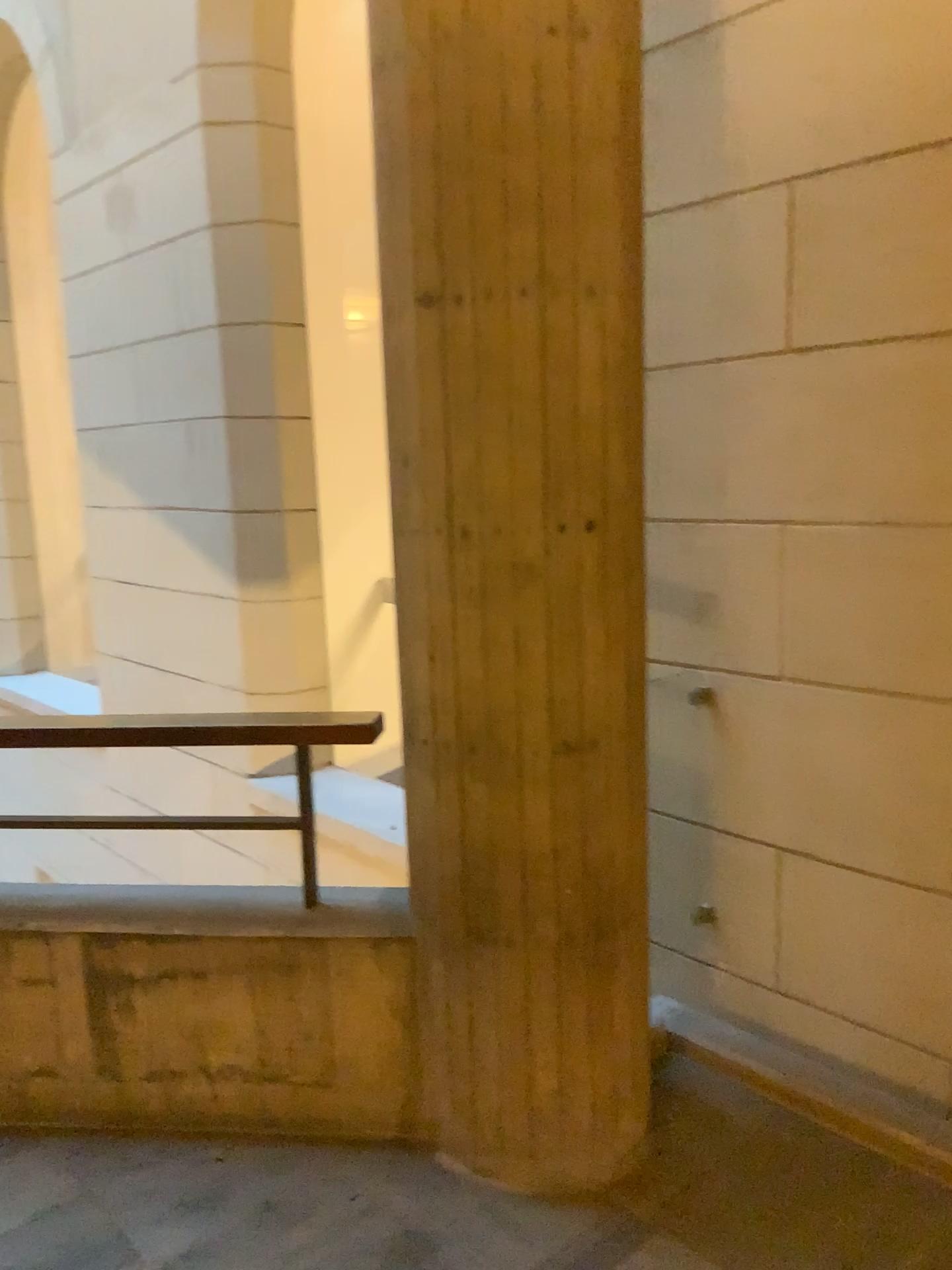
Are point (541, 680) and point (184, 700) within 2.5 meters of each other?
no

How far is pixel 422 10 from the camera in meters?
Result: 1.9

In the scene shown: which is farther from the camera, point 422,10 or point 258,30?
point 258,30

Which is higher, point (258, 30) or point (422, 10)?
point (258, 30)

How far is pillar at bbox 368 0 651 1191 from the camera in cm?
188

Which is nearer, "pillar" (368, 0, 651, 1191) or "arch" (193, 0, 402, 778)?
"pillar" (368, 0, 651, 1191)
